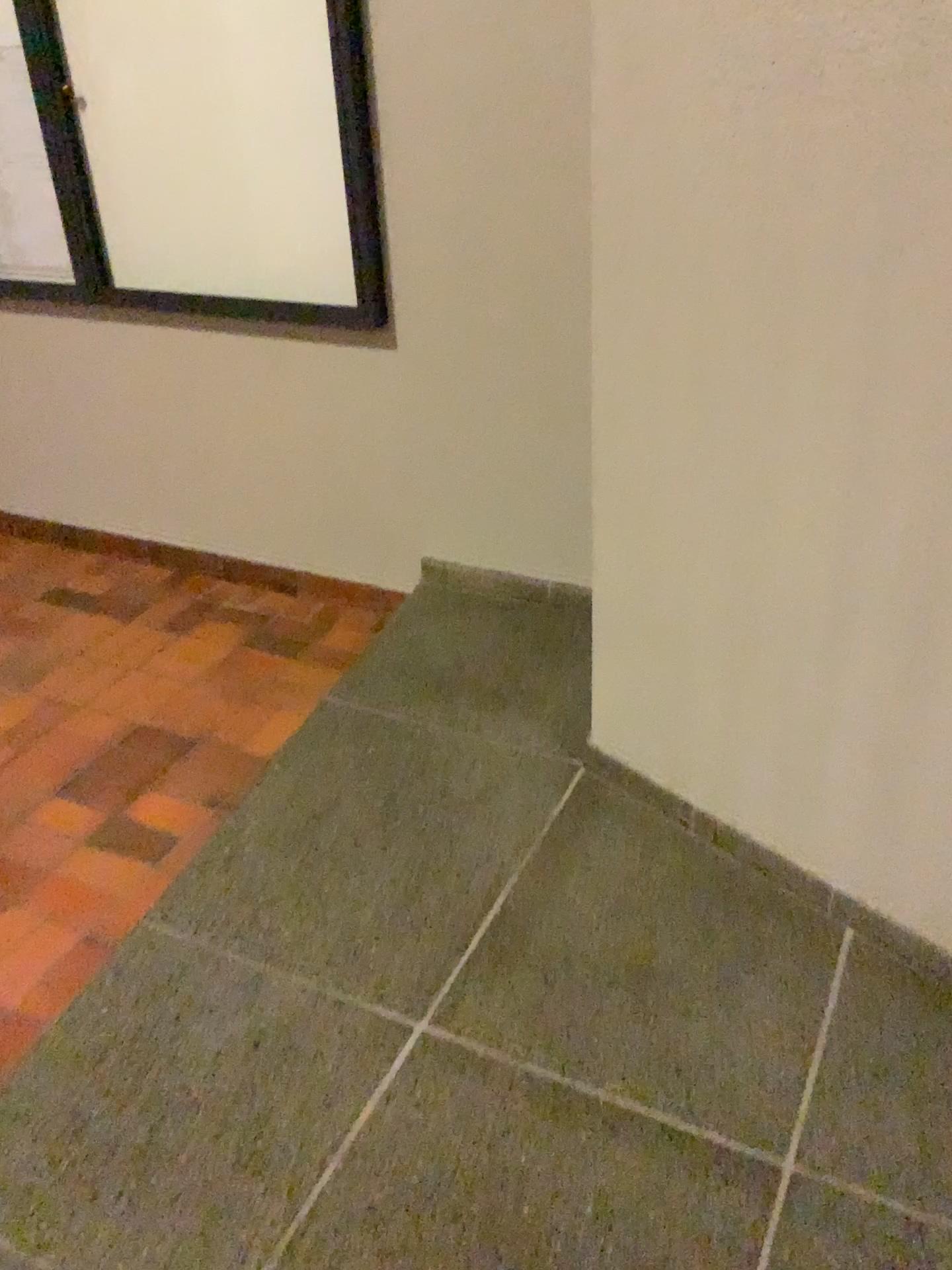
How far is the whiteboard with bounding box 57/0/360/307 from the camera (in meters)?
2.54

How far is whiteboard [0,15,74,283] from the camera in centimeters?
304cm

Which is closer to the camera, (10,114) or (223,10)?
(223,10)

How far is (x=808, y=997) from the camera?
1.71m

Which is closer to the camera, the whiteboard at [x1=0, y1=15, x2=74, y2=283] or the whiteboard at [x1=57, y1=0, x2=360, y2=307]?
the whiteboard at [x1=57, y1=0, x2=360, y2=307]

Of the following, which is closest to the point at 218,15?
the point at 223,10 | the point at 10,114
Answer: the point at 223,10

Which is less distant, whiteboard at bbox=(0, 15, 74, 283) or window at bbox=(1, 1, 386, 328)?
window at bbox=(1, 1, 386, 328)

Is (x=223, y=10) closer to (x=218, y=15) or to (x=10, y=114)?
(x=218, y=15)
